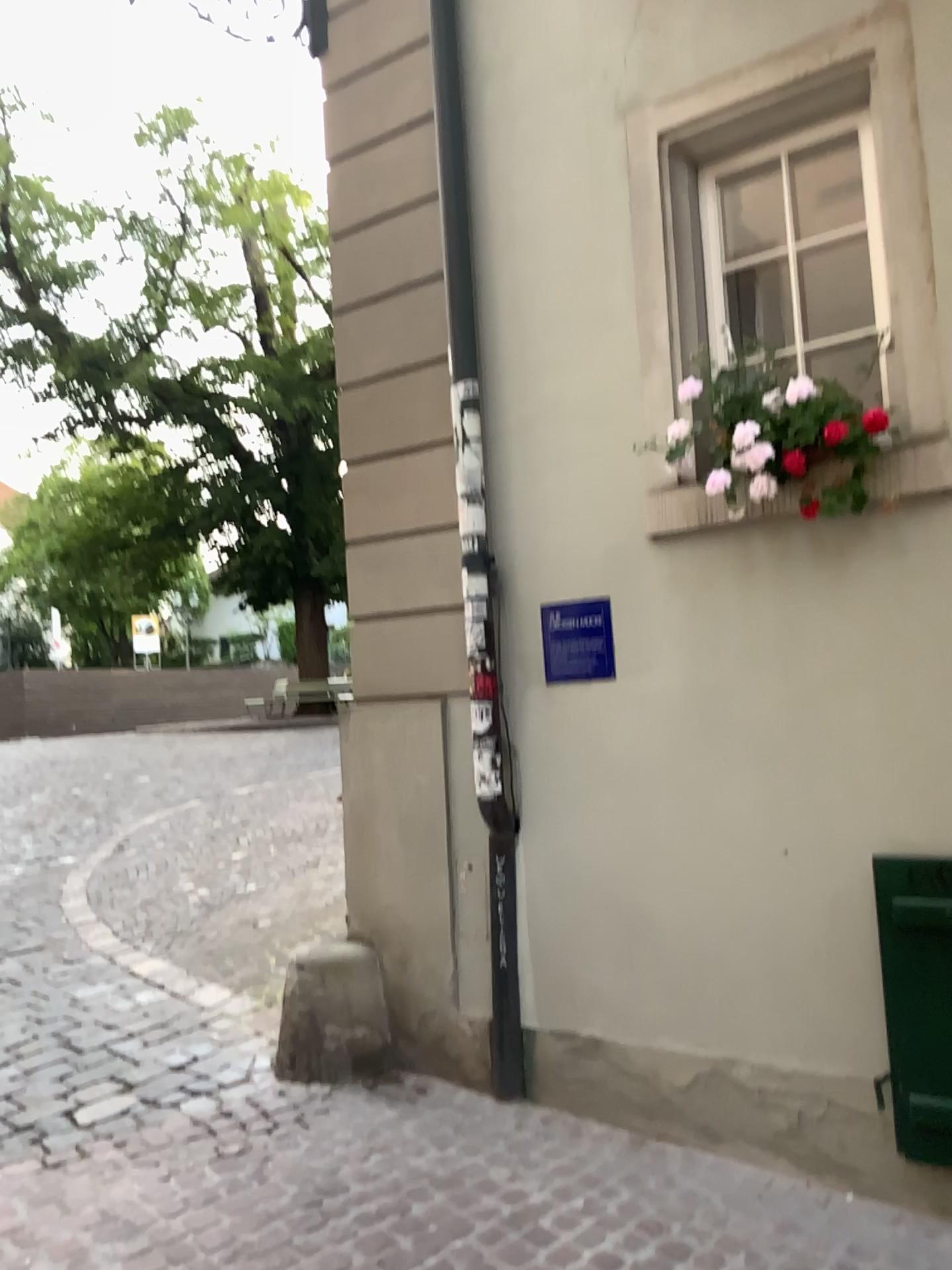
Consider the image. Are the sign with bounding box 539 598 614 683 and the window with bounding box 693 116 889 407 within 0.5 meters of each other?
no

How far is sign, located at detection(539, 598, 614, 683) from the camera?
3.58m

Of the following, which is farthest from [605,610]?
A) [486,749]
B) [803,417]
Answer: [803,417]

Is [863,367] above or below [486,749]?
above

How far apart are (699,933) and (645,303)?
2.1m

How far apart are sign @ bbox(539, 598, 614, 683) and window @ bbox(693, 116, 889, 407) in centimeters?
92cm

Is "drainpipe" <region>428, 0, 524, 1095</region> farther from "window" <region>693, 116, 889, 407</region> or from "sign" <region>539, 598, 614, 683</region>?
"window" <region>693, 116, 889, 407</region>

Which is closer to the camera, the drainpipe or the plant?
the plant

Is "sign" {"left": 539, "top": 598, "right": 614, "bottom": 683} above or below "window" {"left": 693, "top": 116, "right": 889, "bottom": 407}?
below

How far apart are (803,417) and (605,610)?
0.92m
